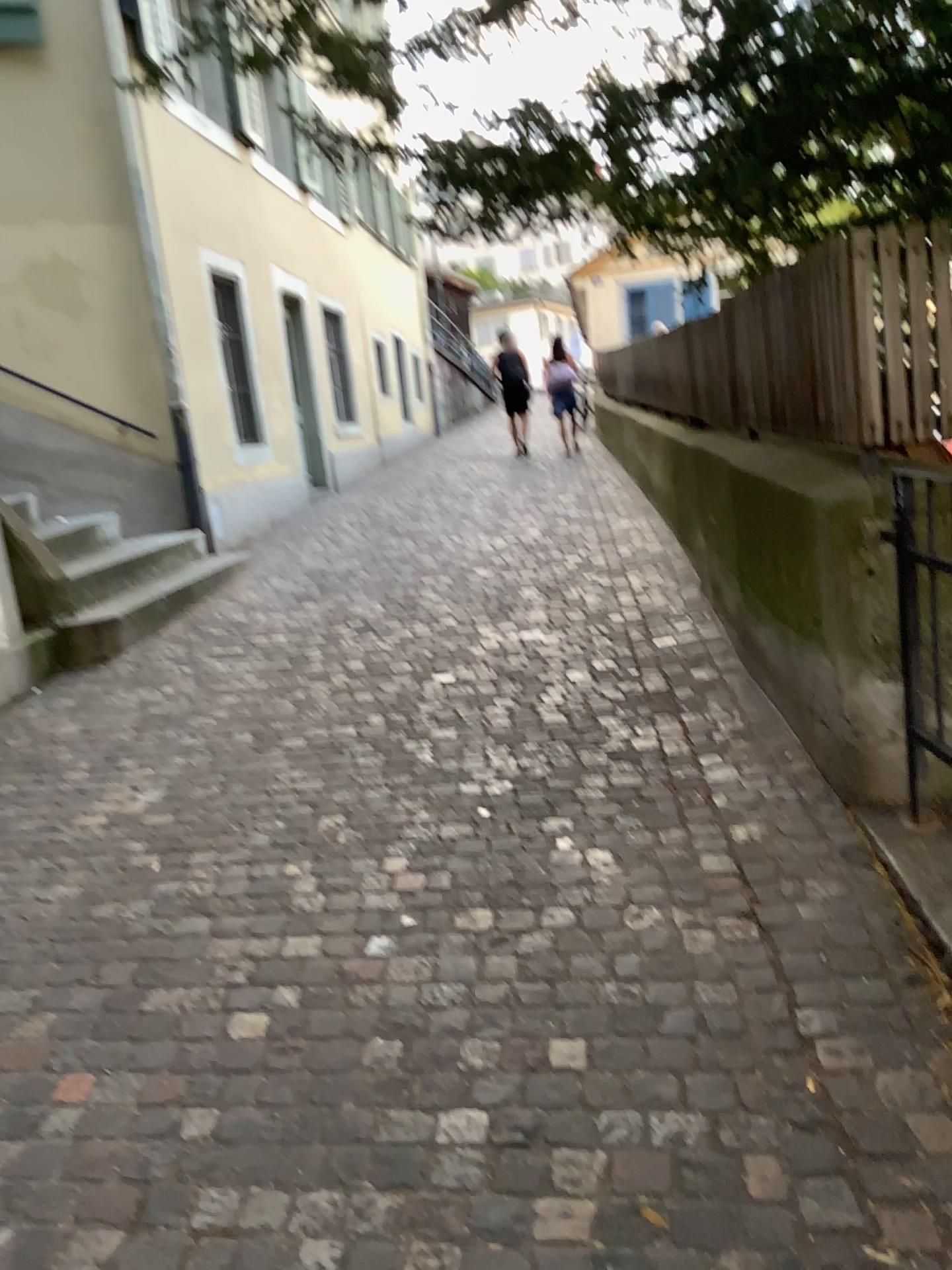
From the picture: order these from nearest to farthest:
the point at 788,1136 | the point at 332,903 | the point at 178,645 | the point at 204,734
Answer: the point at 788,1136 < the point at 332,903 < the point at 204,734 < the point at 178,645
